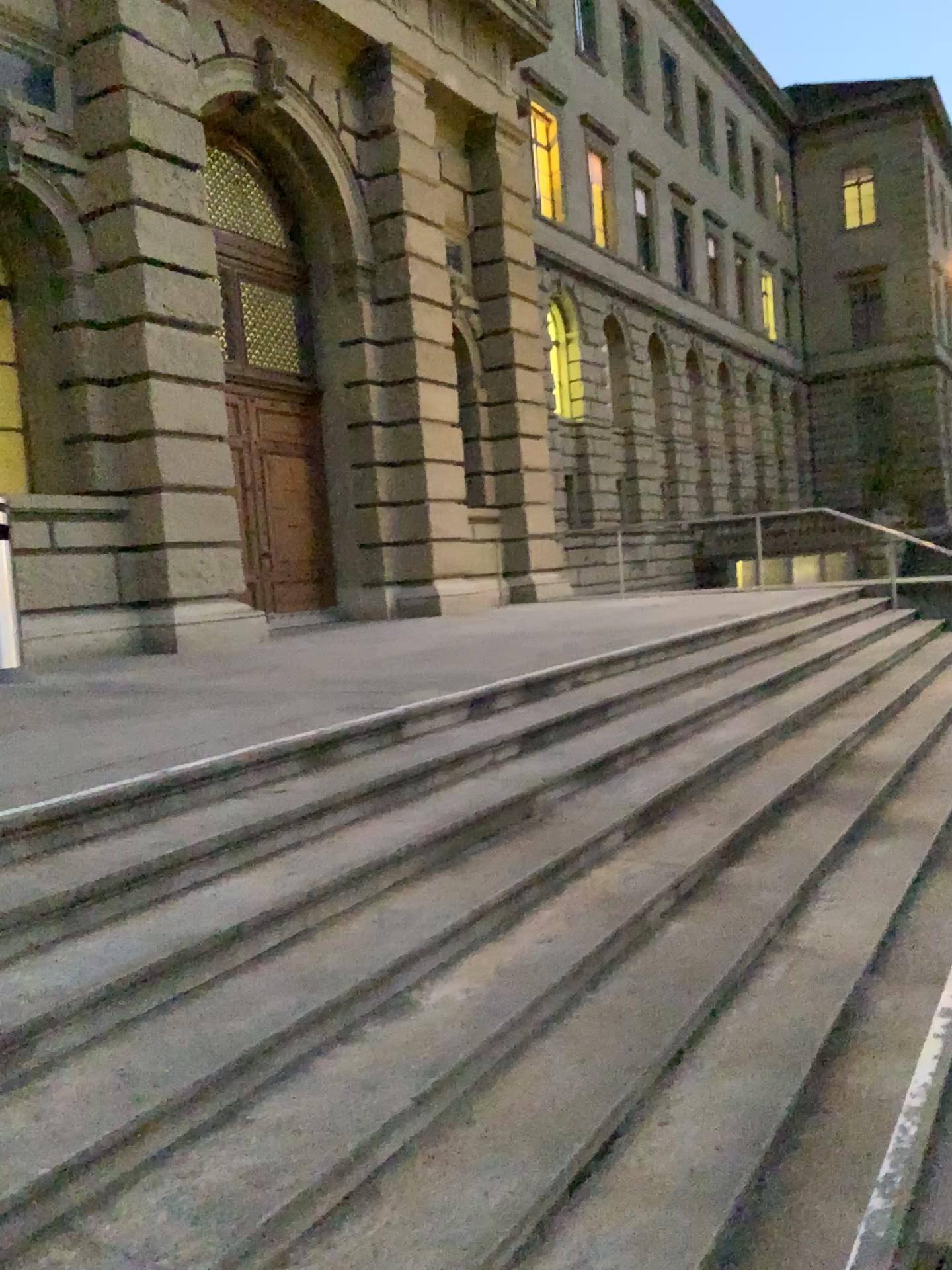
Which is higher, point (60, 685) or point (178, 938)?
point (60, 685)
